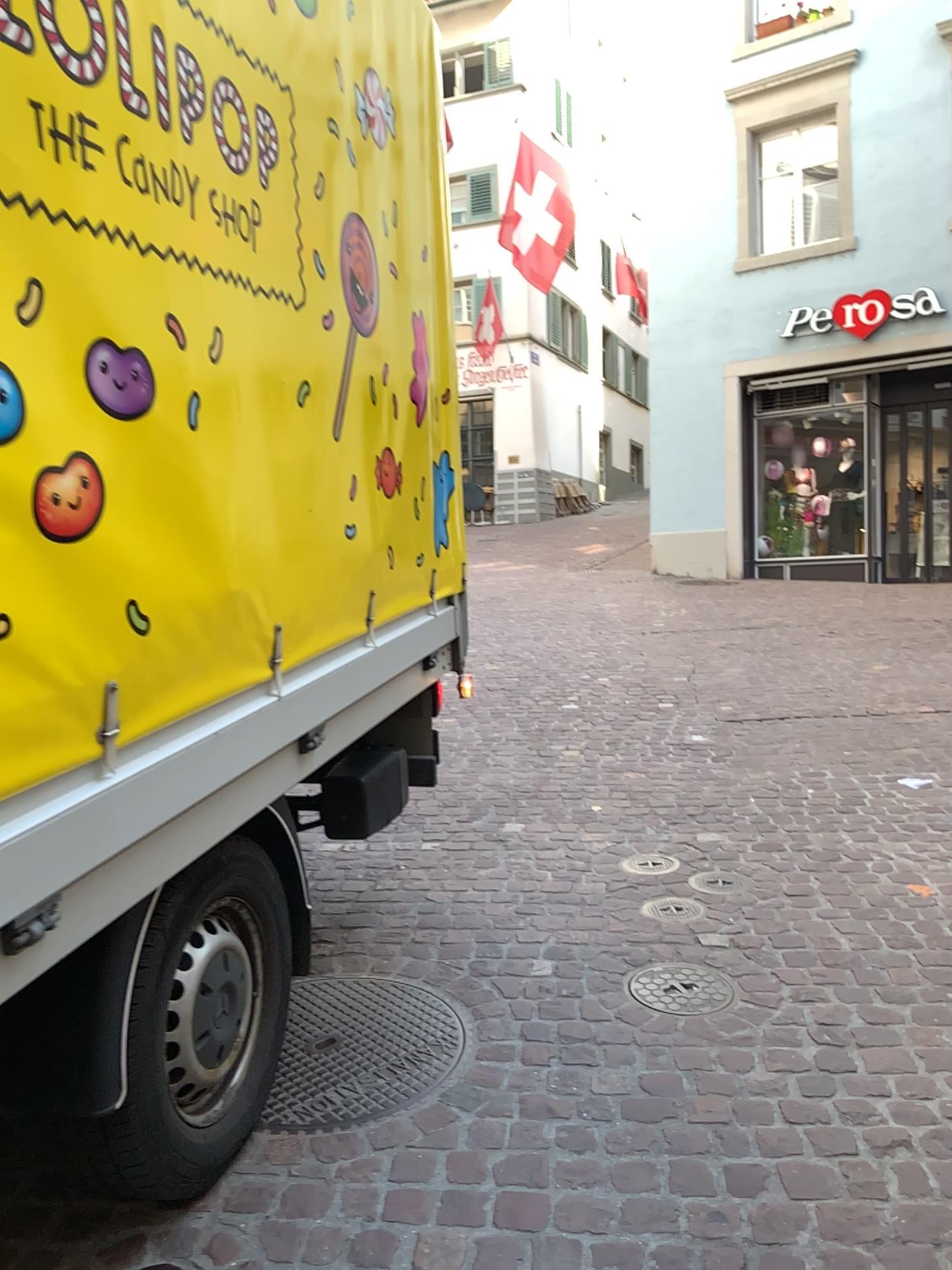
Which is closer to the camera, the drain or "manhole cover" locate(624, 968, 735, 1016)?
"manhole cover" locate(624, 968, 735, 1016)

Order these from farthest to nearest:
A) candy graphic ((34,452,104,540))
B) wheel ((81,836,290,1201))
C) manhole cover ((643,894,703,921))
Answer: manhole cover ((643,894,703,921))
wheel ((81,836,290,1201))
candy graphic ((34,452,104,540))

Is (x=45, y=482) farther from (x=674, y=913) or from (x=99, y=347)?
(x=674, y=913)

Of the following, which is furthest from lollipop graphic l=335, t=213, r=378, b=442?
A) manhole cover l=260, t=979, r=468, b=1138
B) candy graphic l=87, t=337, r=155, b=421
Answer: manhole cover l=260, t=979, r=468, b=1138

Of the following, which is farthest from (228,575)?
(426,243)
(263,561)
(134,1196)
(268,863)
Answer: (426,243)

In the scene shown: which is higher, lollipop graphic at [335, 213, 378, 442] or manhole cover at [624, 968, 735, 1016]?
lollipop graphic at [335, 213, 378, 442]

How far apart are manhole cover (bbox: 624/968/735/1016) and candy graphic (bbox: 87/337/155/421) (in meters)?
1.94

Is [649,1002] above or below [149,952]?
below

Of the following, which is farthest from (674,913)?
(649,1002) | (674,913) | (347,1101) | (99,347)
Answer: (99,347)

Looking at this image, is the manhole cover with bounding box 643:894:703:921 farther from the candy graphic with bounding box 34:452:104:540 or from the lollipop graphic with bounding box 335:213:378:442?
the candy graphic with bounding box 34:452:104:540
